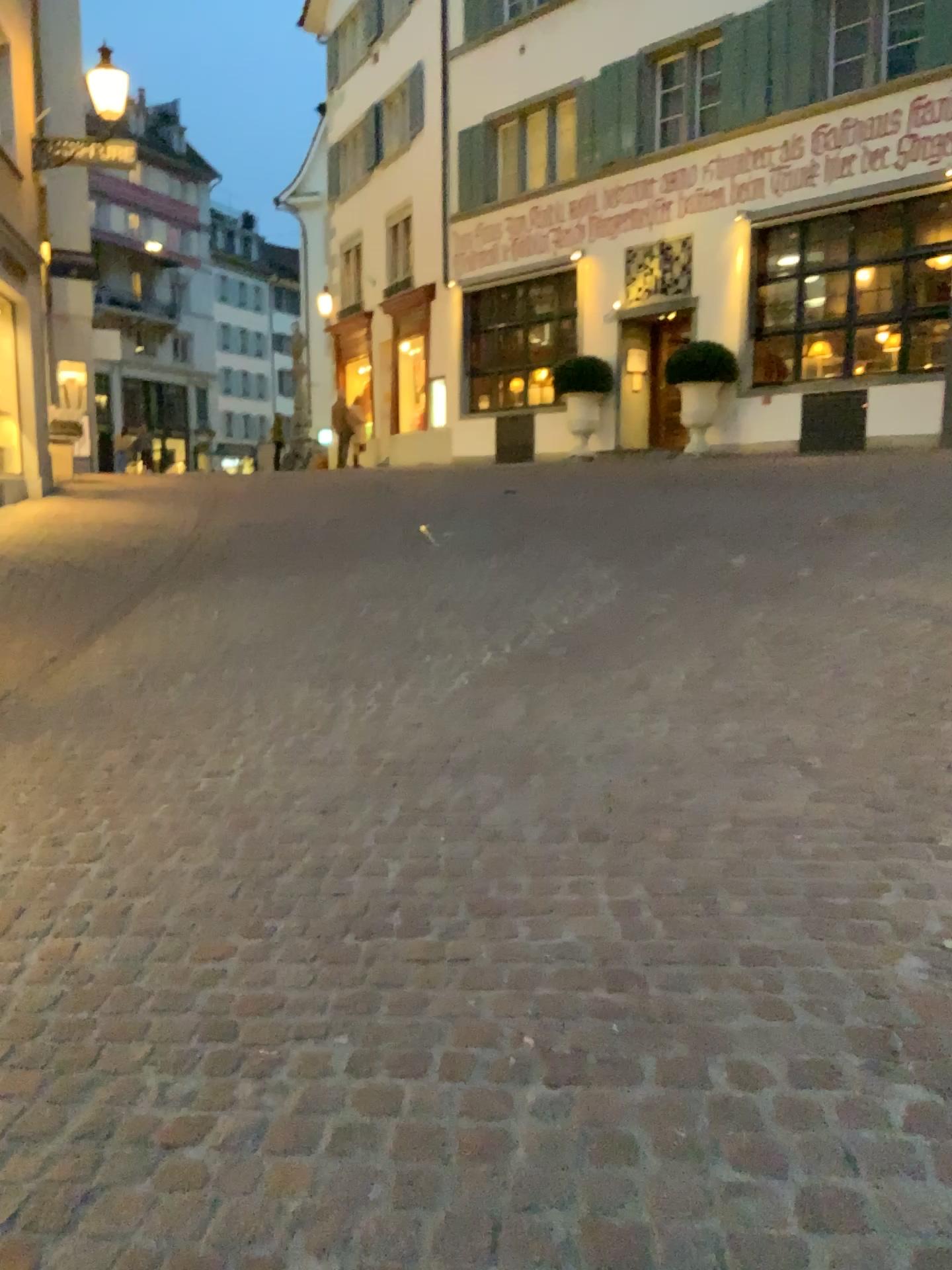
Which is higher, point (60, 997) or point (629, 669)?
point (629, 669)
